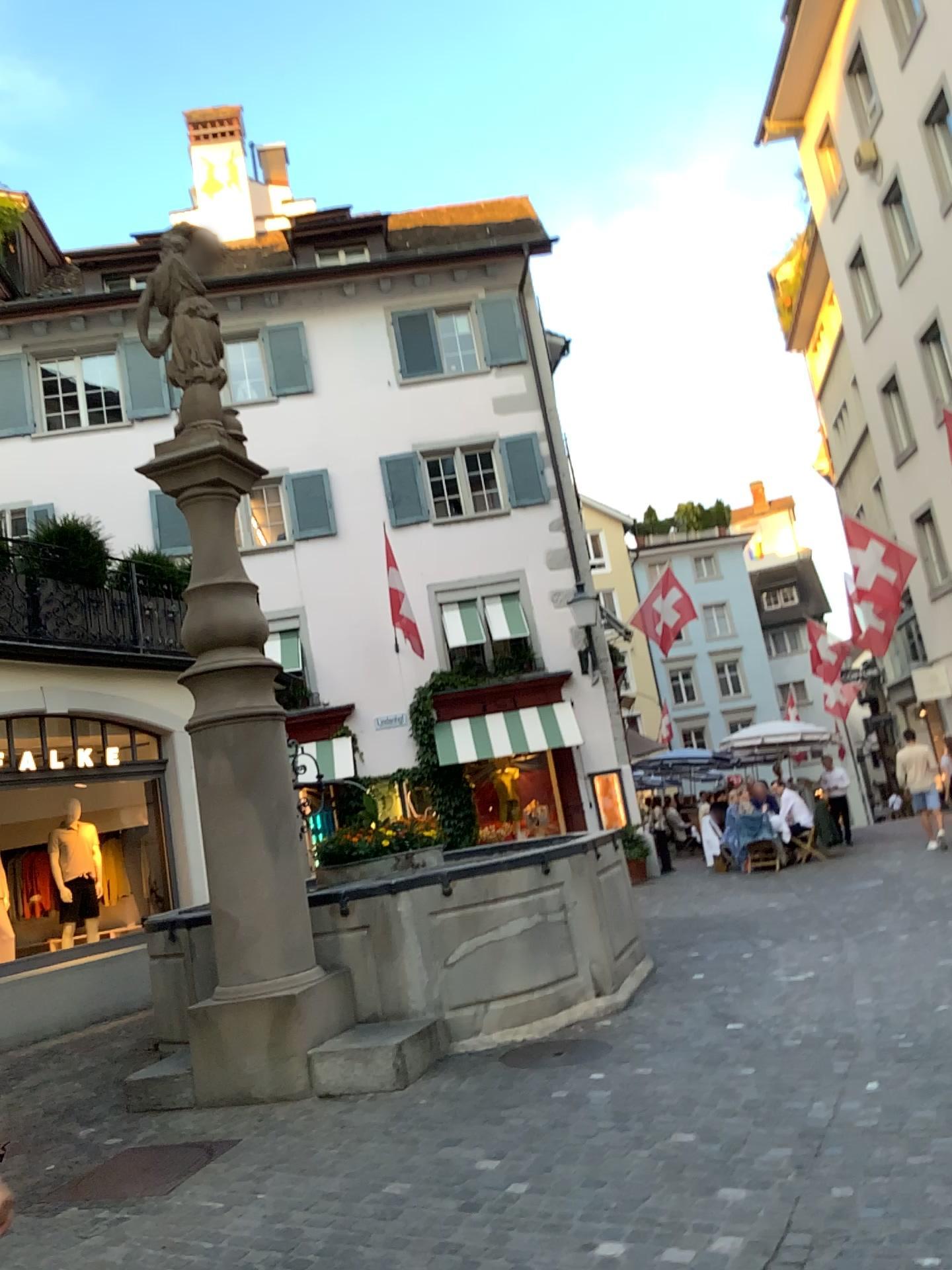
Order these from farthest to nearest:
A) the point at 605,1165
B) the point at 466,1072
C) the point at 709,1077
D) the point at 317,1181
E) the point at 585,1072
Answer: the point at 466,1072
the point at 585,1072
the point at 709,1077
the point at 317,1181
the point at 605,1165
